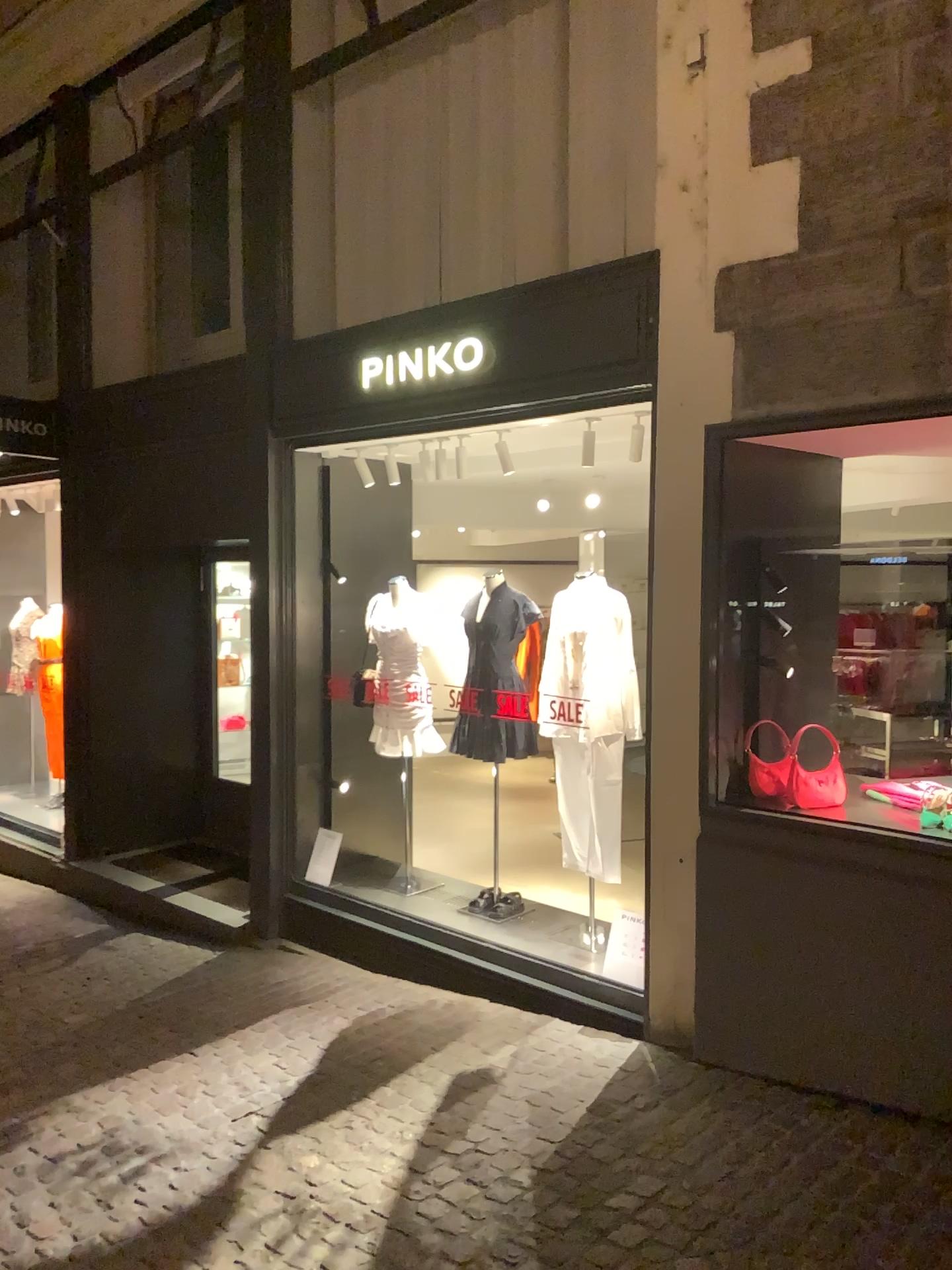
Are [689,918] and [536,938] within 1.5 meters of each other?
yes
